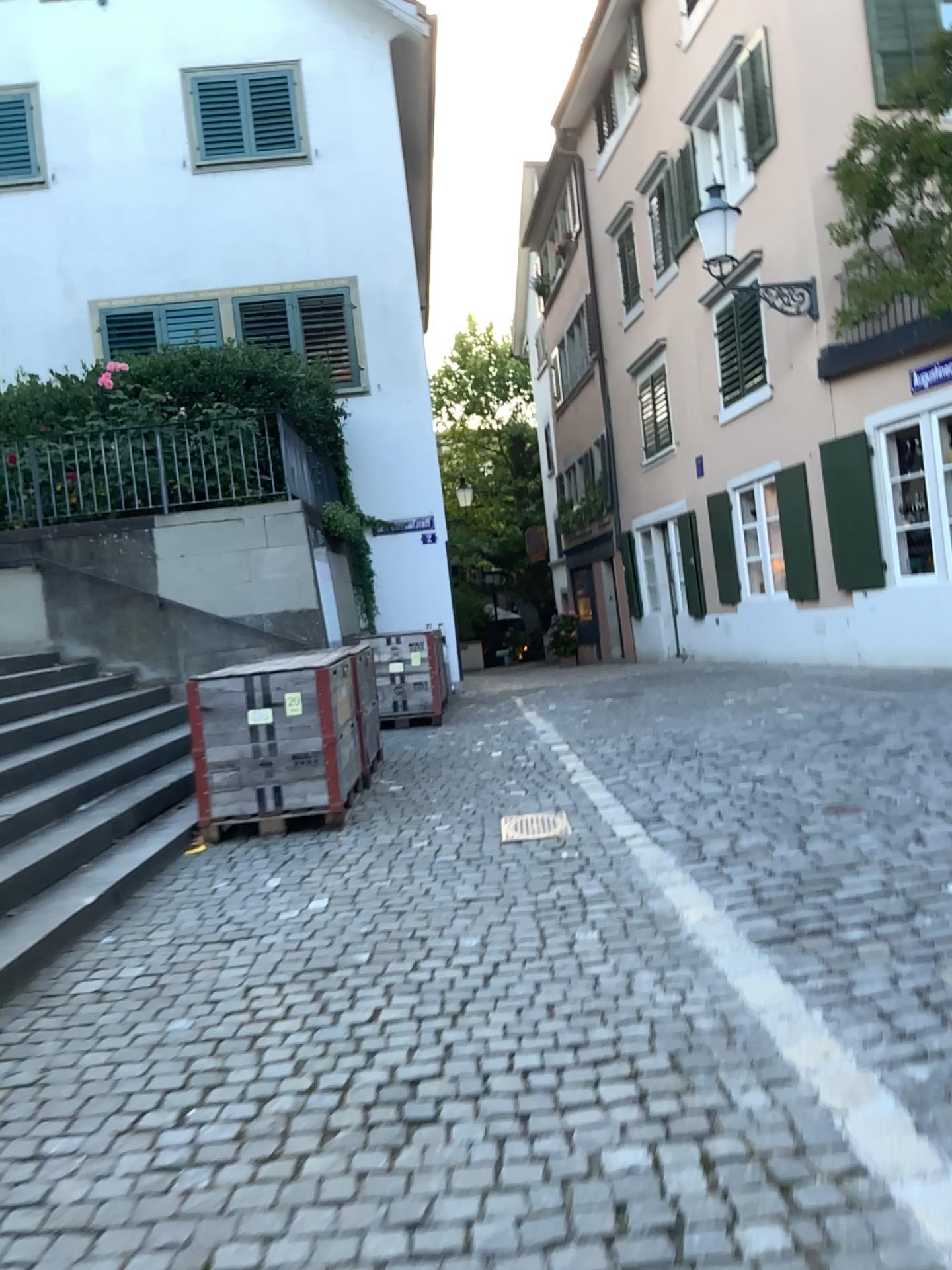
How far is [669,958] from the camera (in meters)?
3.56
